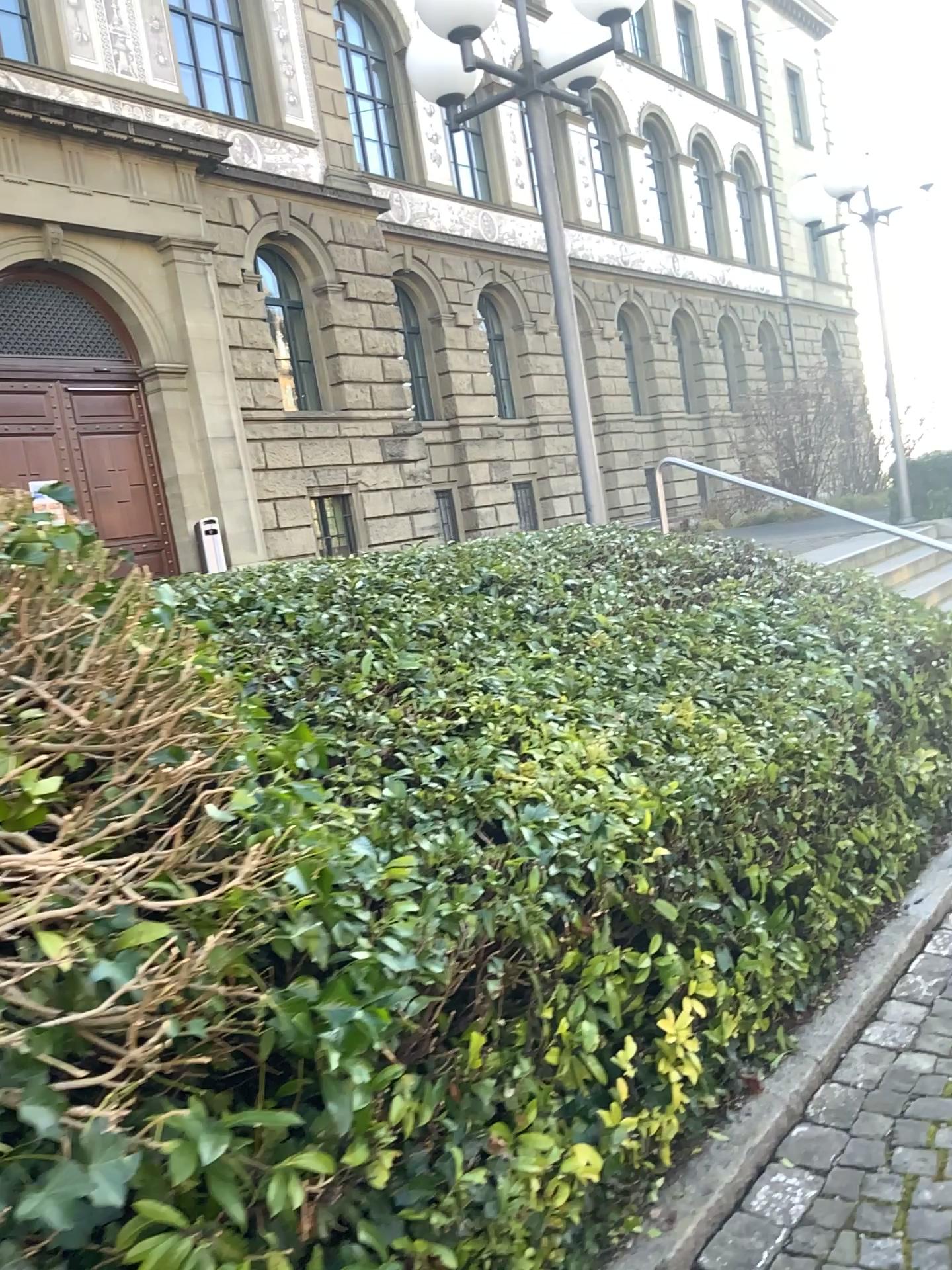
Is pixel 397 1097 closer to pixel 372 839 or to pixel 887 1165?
pixel 372 839
